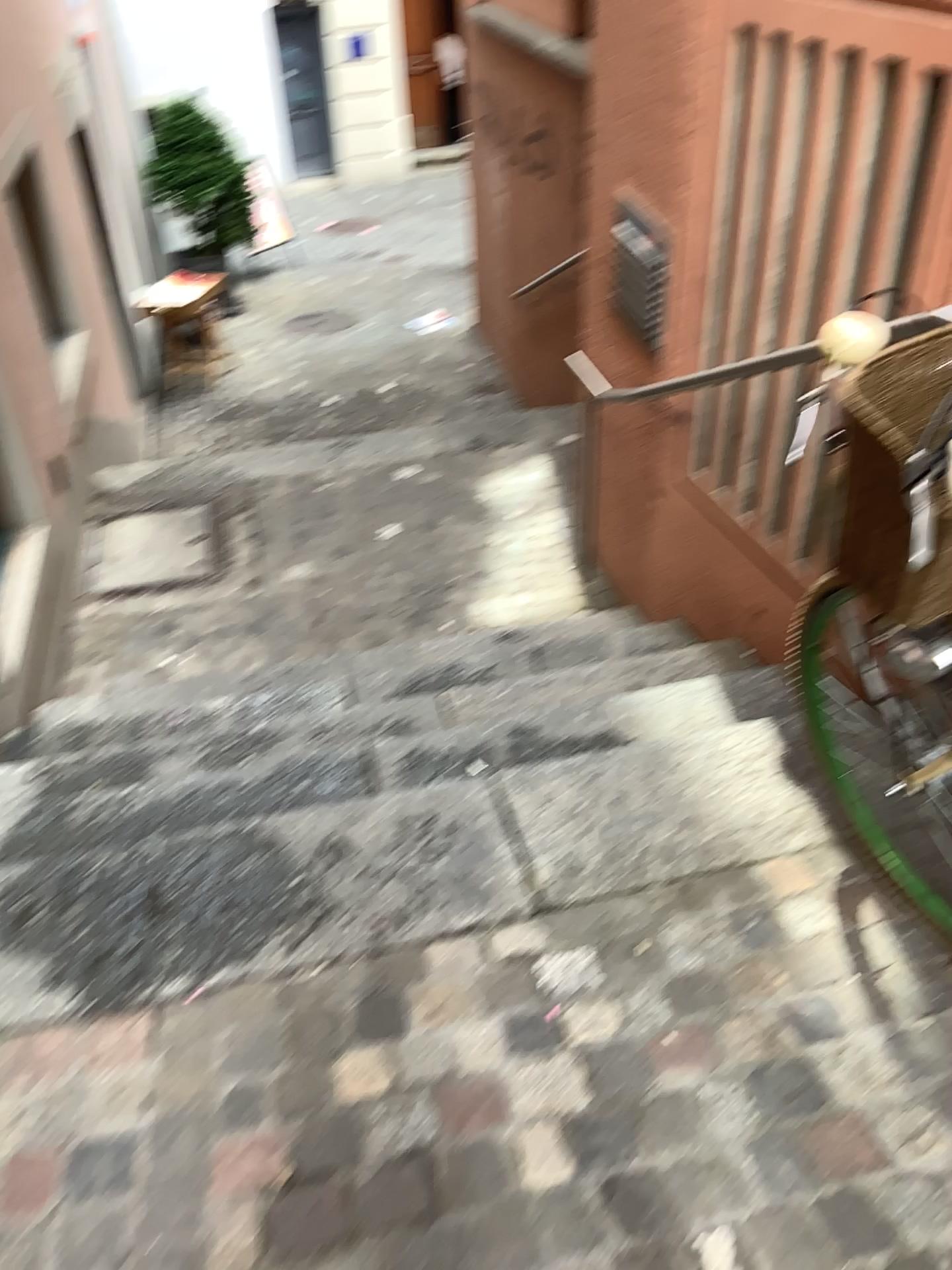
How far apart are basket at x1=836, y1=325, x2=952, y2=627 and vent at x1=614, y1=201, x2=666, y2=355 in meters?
1.9 m

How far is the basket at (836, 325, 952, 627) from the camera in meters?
1.3 m

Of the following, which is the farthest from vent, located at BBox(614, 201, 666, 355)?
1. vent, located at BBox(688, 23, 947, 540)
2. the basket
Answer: the basket

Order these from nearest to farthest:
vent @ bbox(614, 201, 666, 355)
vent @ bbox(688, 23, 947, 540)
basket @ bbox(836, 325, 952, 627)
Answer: basket @ bbox(836, 325, 952, 627) < vent @ bbox(688, 23, 947, 540) < vent @ bbox(614, 201, 666, 355)

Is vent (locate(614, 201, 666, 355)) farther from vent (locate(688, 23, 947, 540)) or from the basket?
the basket

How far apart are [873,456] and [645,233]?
2.1 meters

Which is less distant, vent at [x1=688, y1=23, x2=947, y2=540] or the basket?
the basket

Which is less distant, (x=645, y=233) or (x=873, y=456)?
(x=873, y=456)

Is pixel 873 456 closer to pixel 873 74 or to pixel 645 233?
pixel 873 74

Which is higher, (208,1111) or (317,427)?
(317,427)
